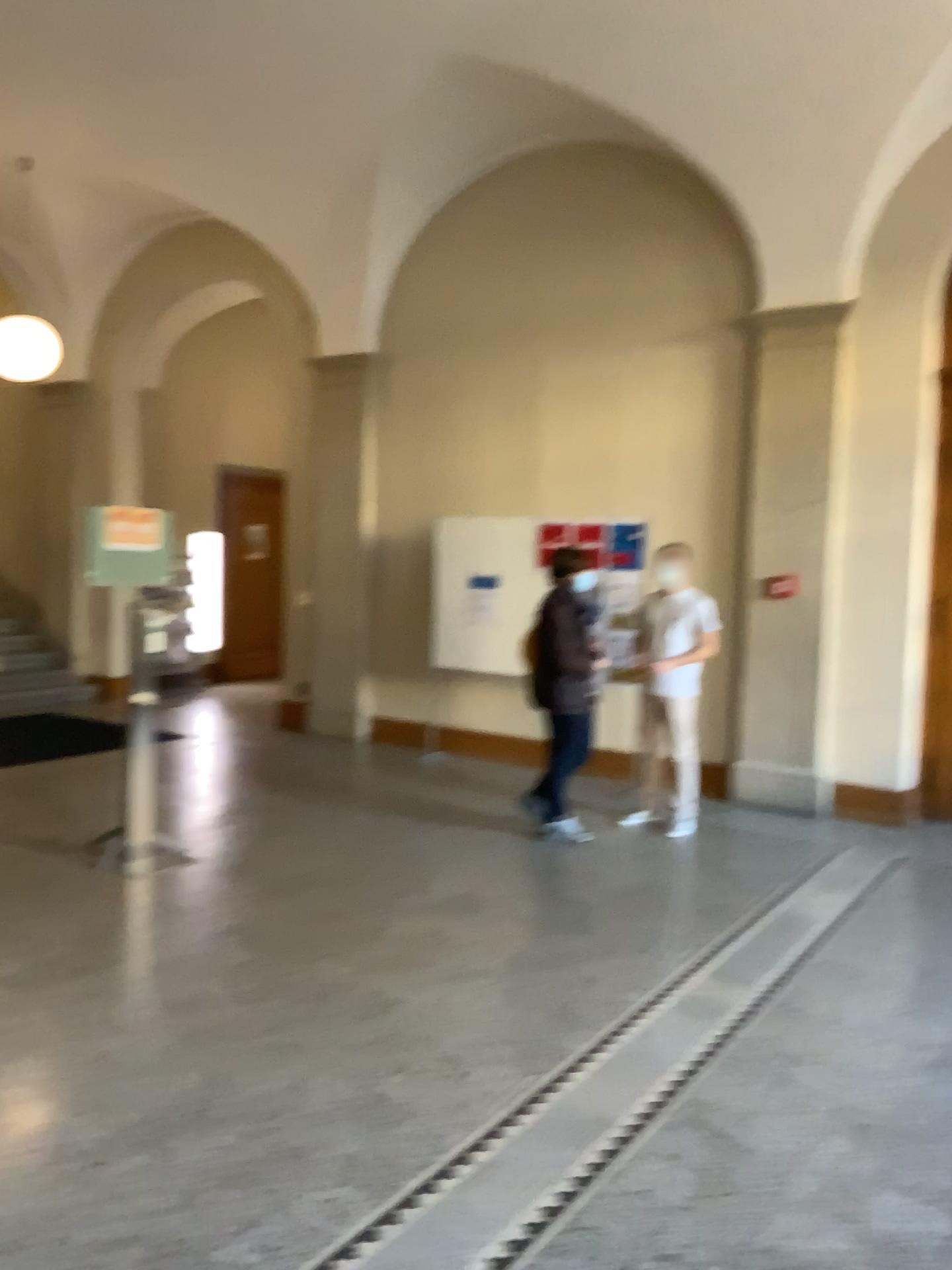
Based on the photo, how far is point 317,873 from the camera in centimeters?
513cm
